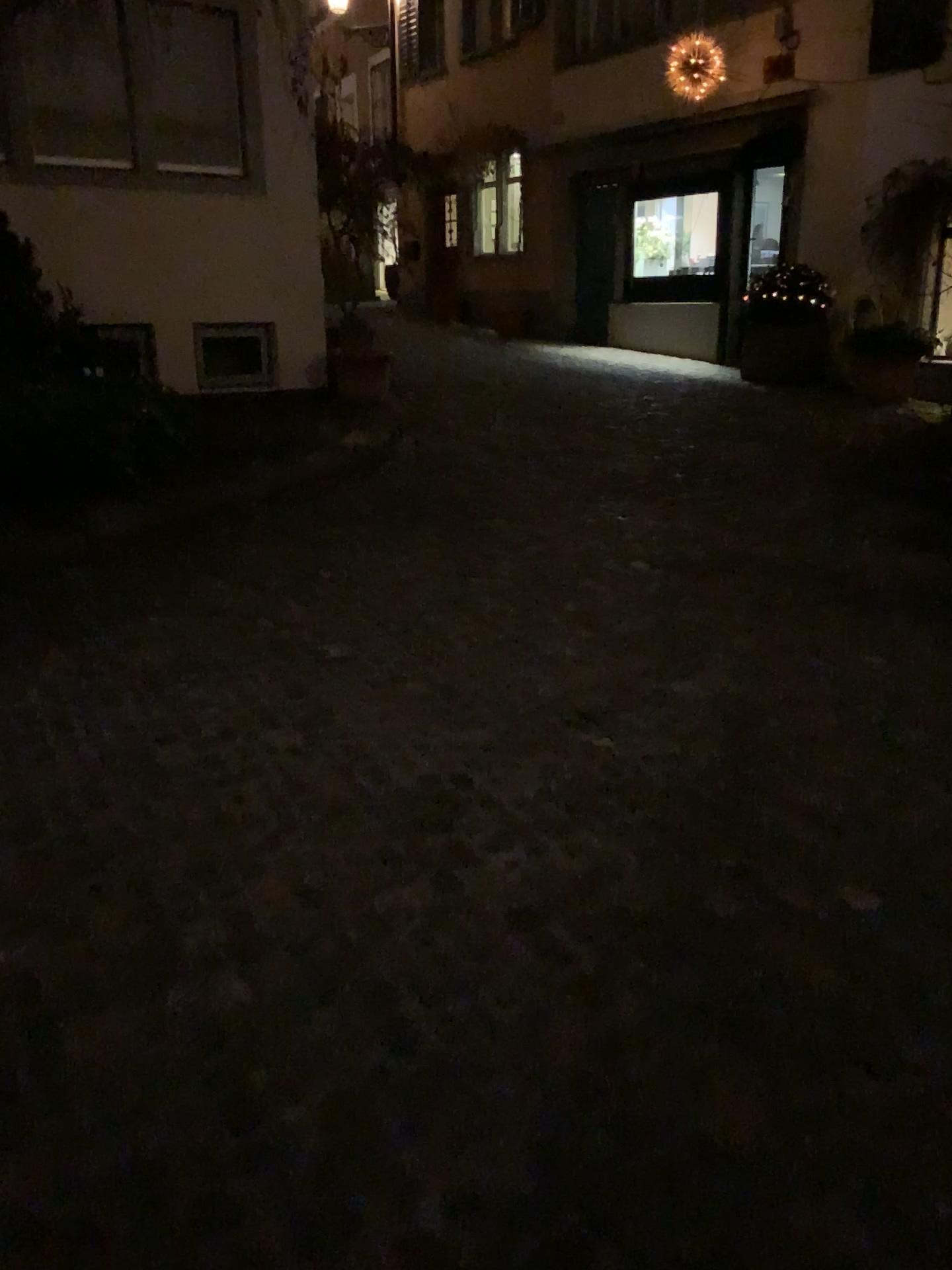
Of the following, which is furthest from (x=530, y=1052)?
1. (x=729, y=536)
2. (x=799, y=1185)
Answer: (x=729, y=536)
